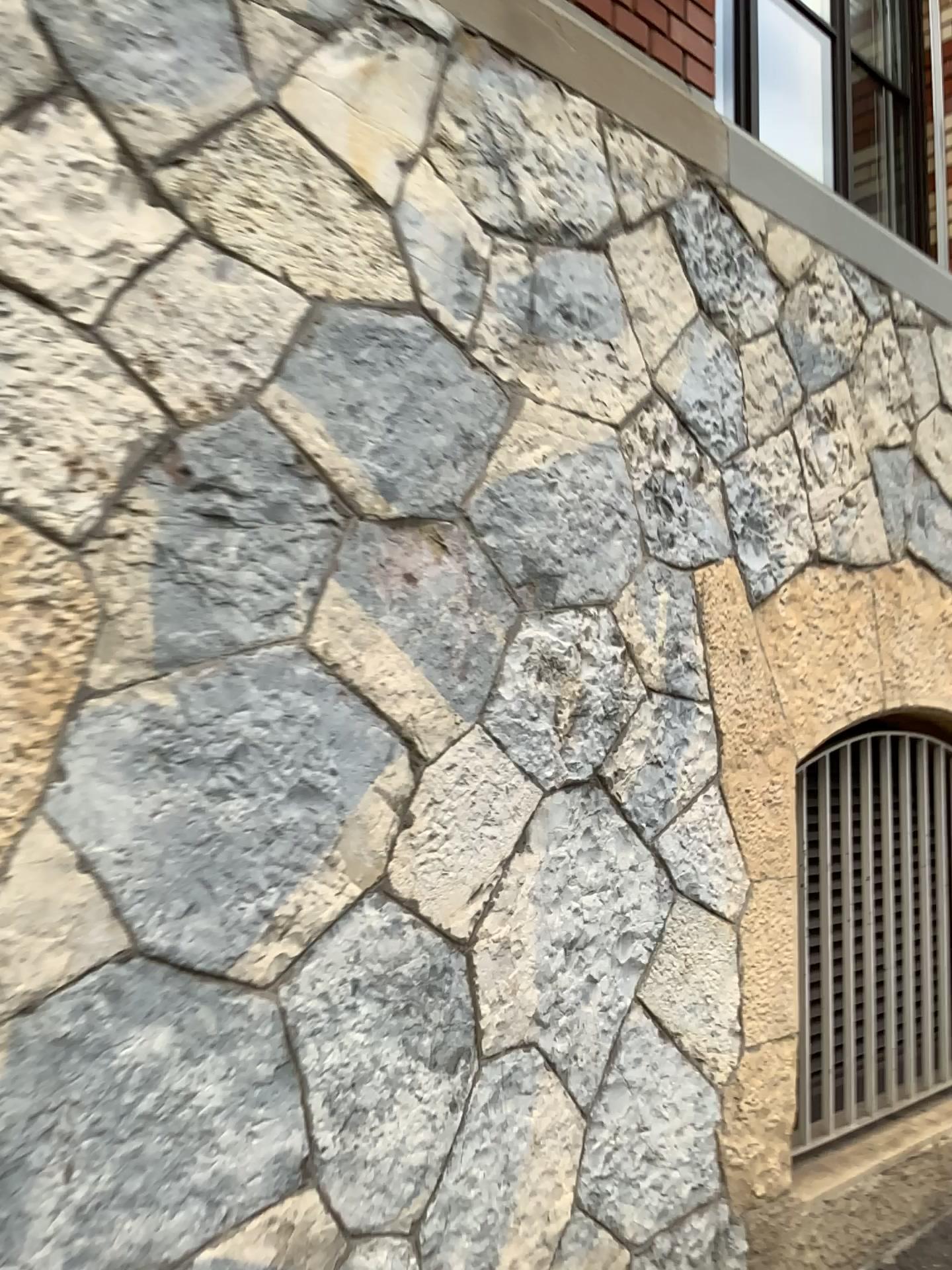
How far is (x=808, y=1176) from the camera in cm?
249

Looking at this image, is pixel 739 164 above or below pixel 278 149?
above

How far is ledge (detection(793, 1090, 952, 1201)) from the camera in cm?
249
